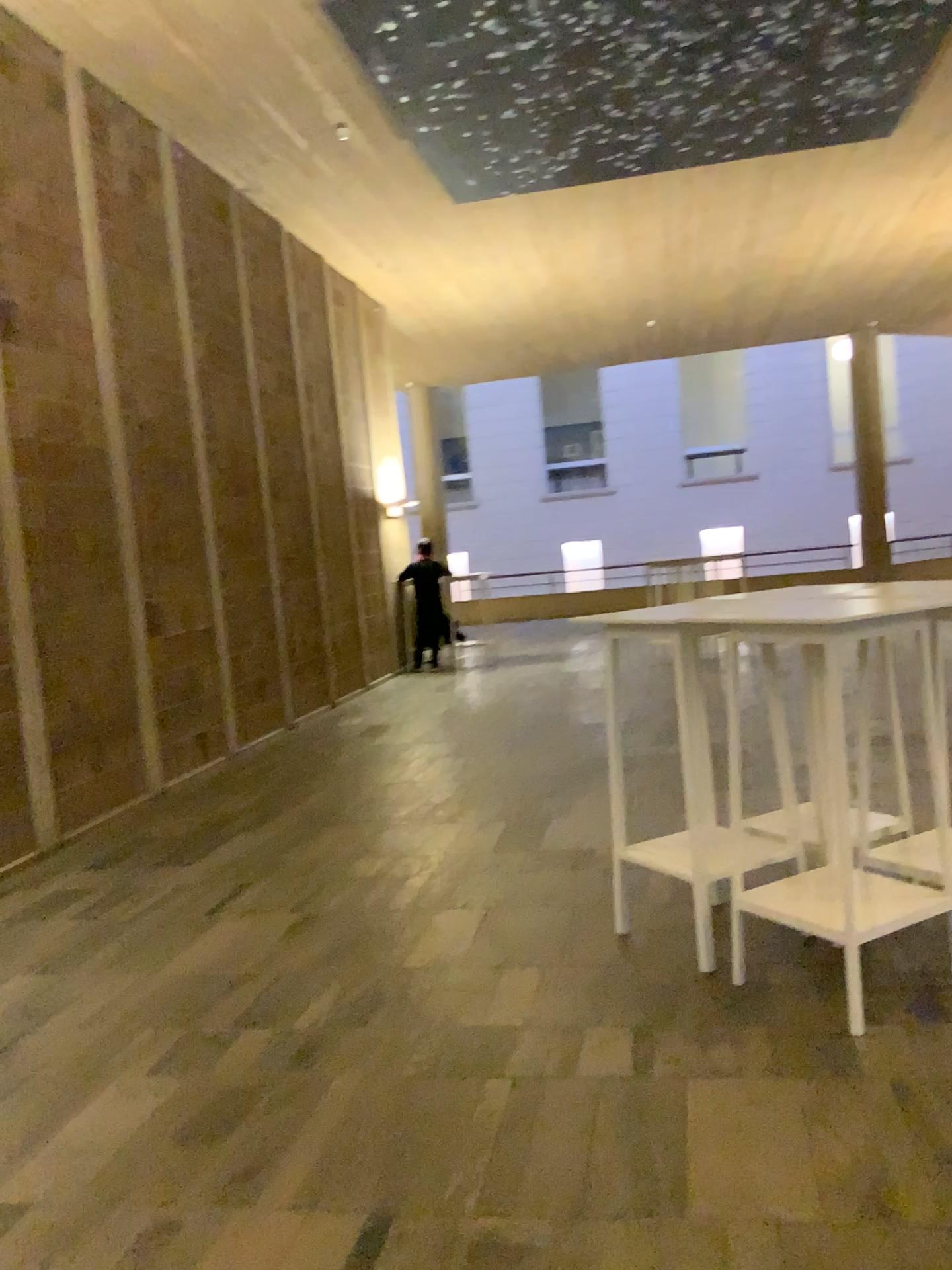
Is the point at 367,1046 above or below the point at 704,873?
below

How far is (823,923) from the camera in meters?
3.1 m

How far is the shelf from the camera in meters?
Answer: 3.1 m
